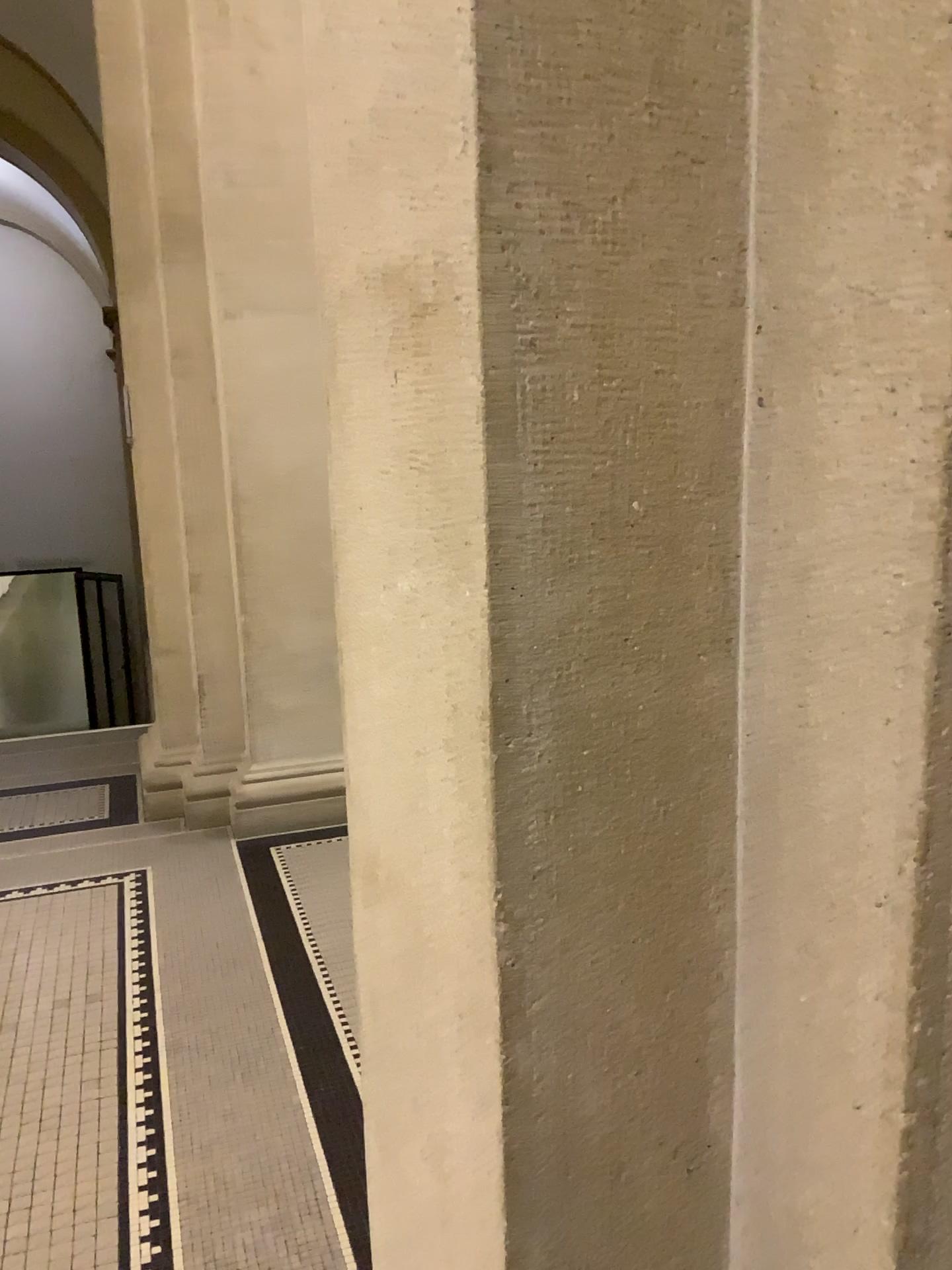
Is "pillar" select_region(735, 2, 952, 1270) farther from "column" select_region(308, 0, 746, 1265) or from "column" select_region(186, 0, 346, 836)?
"column" select_region(186, 0, 346, 836)

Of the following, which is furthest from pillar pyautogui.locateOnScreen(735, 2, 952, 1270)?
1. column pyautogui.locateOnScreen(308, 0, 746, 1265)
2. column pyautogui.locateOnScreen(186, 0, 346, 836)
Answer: column pyautogui.locateOnScreen(186, 0, 346, 836)

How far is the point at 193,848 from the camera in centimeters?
417cm

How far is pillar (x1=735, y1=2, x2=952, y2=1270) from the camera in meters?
0.6

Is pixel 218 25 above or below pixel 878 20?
above

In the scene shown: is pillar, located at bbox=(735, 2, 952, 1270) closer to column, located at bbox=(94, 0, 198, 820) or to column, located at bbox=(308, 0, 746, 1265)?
column, located at bbox=(308, 0, 746, 1265)

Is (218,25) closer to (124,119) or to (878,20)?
(124,119)

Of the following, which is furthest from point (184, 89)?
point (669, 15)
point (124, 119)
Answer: point (669, 15)

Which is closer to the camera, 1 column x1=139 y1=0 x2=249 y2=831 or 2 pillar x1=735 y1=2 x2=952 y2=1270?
2 pillar x1=735 y1=2 x2=952 y2=1270

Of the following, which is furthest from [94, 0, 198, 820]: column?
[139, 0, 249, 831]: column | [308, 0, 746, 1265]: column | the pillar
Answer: the pillar
